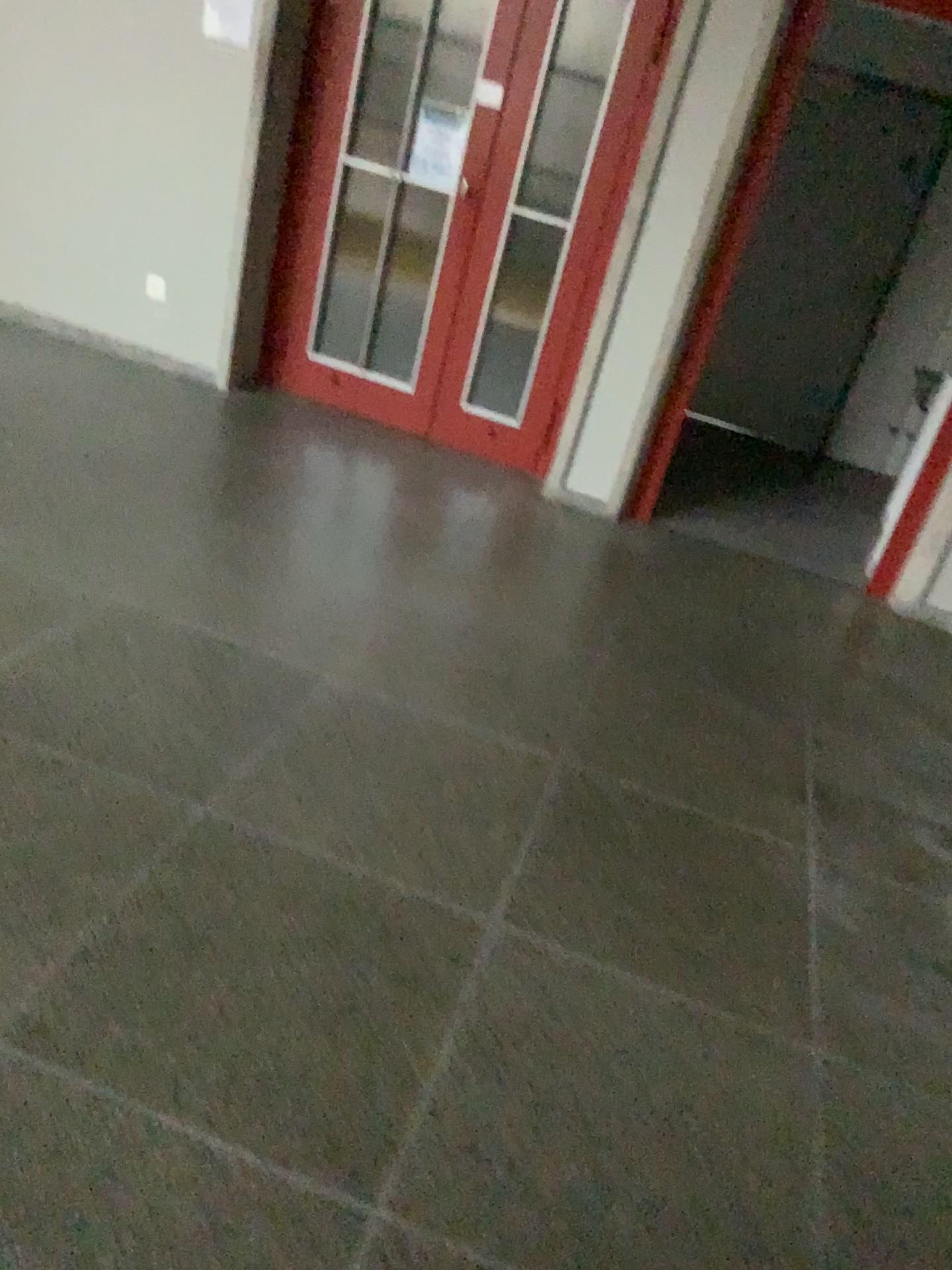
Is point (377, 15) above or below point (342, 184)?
above

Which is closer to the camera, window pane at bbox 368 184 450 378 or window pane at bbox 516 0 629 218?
window pane at bbox 516 0 629 218

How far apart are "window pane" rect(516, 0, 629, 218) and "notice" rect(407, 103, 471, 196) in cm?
32

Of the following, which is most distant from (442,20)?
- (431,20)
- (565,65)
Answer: (565,65)

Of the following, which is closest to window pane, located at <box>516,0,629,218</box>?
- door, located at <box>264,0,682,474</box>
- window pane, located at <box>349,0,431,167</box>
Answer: door, located at <box>264,0,682,474</box>

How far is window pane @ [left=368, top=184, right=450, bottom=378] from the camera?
4.6 meters

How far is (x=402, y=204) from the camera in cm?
465

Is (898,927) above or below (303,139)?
below

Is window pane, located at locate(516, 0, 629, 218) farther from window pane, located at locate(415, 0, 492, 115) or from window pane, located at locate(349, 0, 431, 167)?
window pane, located at locate(349, 0, 431, 167)

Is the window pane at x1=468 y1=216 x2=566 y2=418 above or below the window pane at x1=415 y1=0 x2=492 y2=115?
below
